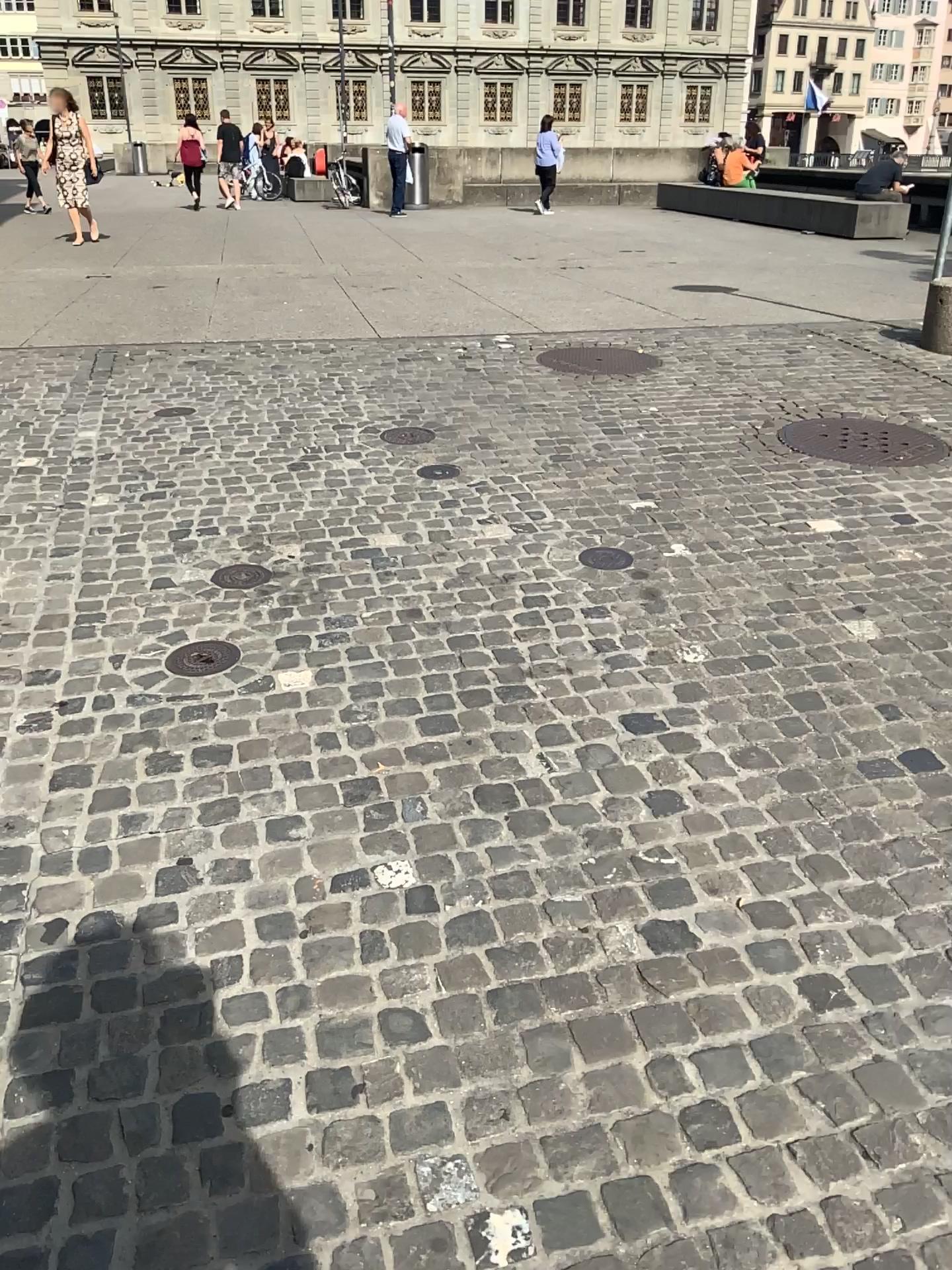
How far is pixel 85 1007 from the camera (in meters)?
1.87
